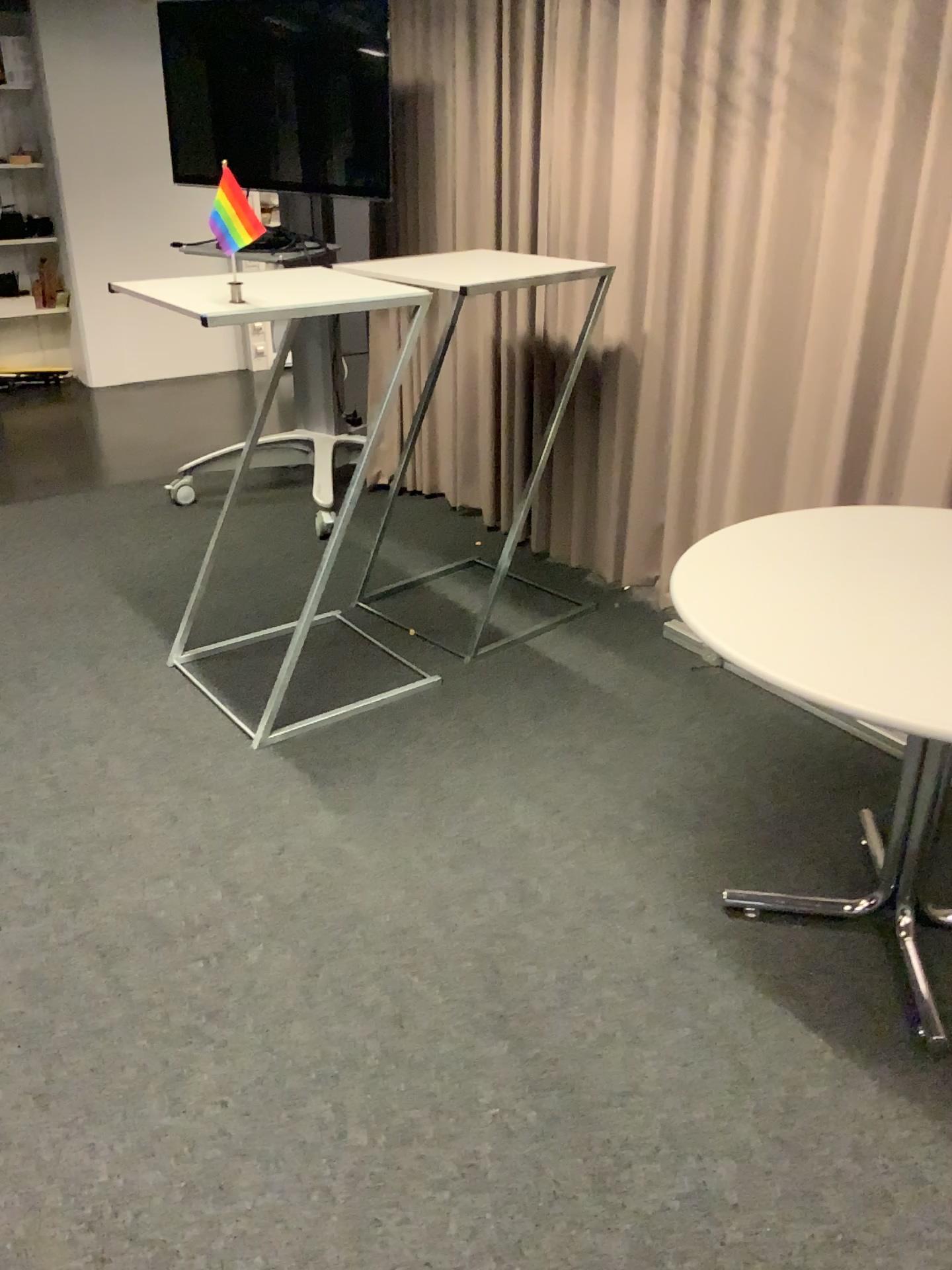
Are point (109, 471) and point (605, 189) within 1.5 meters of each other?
no

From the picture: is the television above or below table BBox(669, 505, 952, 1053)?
above

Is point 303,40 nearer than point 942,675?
No

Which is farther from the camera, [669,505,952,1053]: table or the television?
the television

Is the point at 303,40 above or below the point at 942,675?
above
